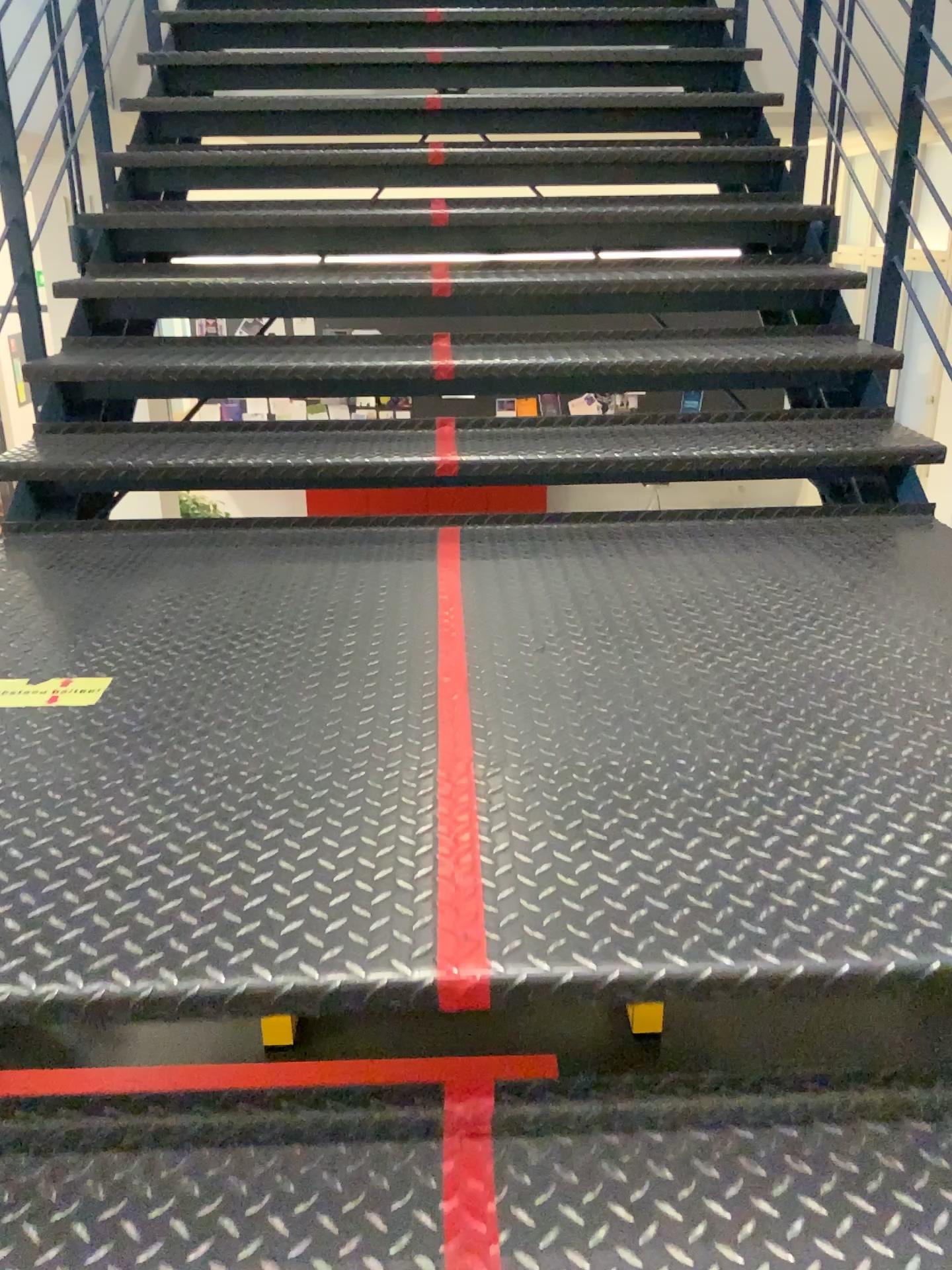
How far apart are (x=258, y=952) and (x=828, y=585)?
1.4 meters

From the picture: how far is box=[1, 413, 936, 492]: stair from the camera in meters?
2.5 m

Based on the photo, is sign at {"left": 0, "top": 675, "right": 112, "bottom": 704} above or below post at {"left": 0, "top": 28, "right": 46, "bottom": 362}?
below

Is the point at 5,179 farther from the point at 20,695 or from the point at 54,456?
the point at 20,695

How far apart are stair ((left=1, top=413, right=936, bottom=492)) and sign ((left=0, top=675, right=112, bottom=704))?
1.0 meters

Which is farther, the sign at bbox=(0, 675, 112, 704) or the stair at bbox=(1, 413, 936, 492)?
the stair at bbox=(1, 413, 936, 492)

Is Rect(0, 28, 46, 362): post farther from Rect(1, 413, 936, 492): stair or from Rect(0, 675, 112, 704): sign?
Rect(0, 675, 112, 704): sign

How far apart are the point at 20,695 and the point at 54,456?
1.1 meters

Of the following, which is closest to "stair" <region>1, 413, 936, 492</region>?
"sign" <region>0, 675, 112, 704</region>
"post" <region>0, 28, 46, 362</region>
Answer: "post" <region>0, 28, 46, 362</region>

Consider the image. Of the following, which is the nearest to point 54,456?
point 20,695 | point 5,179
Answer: point 5,179
